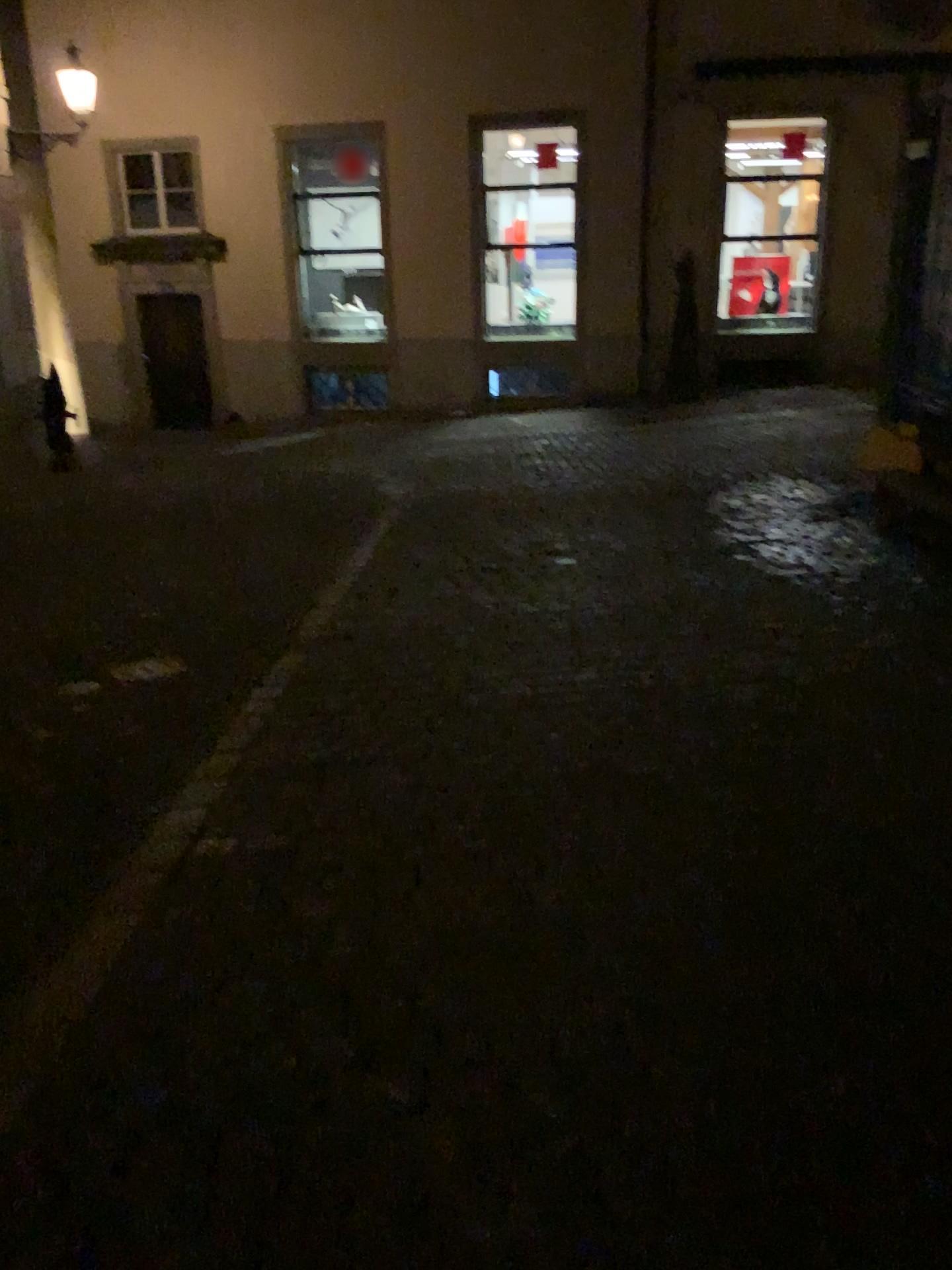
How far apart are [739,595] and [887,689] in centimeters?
142cm
